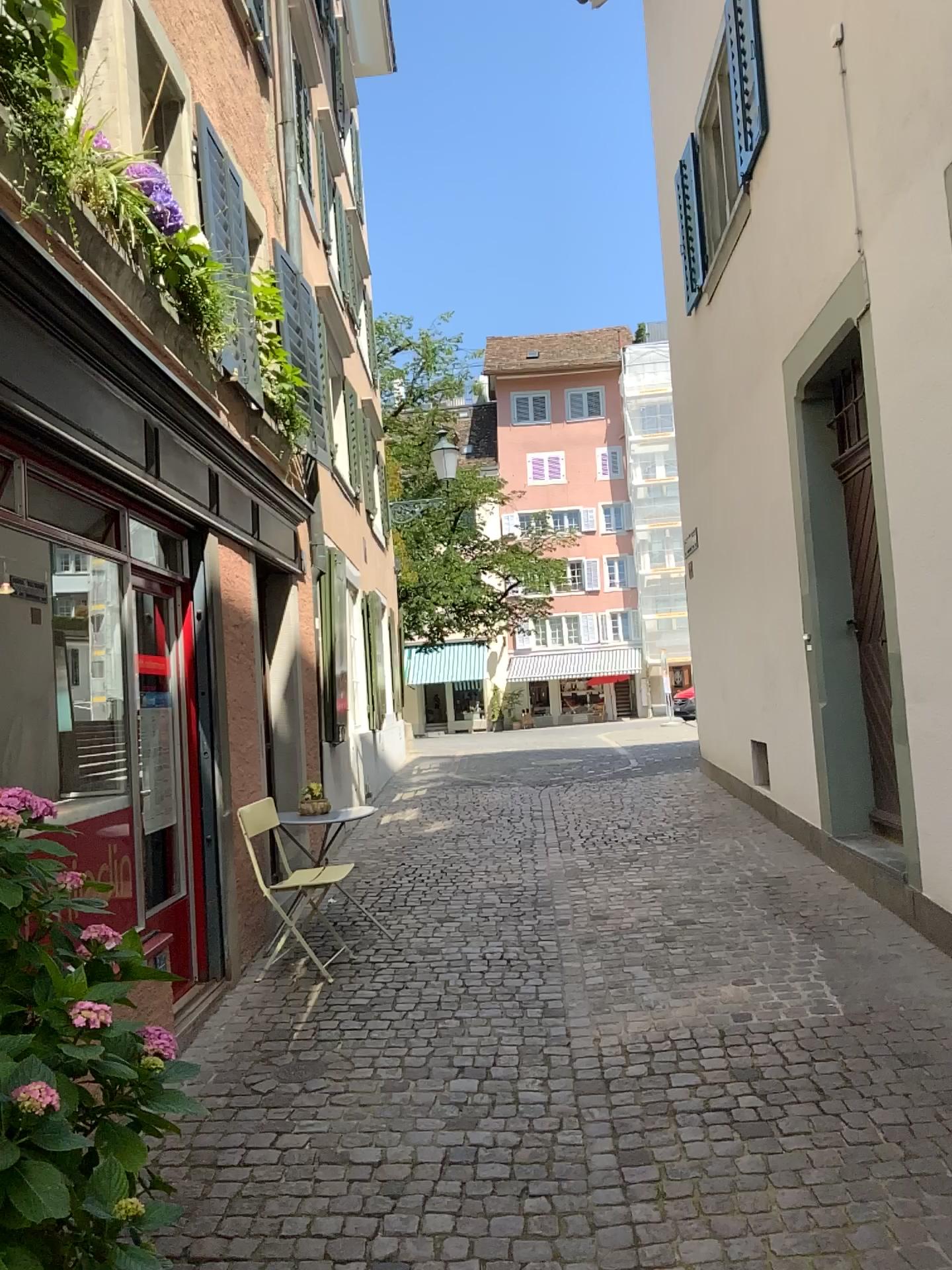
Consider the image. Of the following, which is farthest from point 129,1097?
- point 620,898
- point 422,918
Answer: point 620,898
